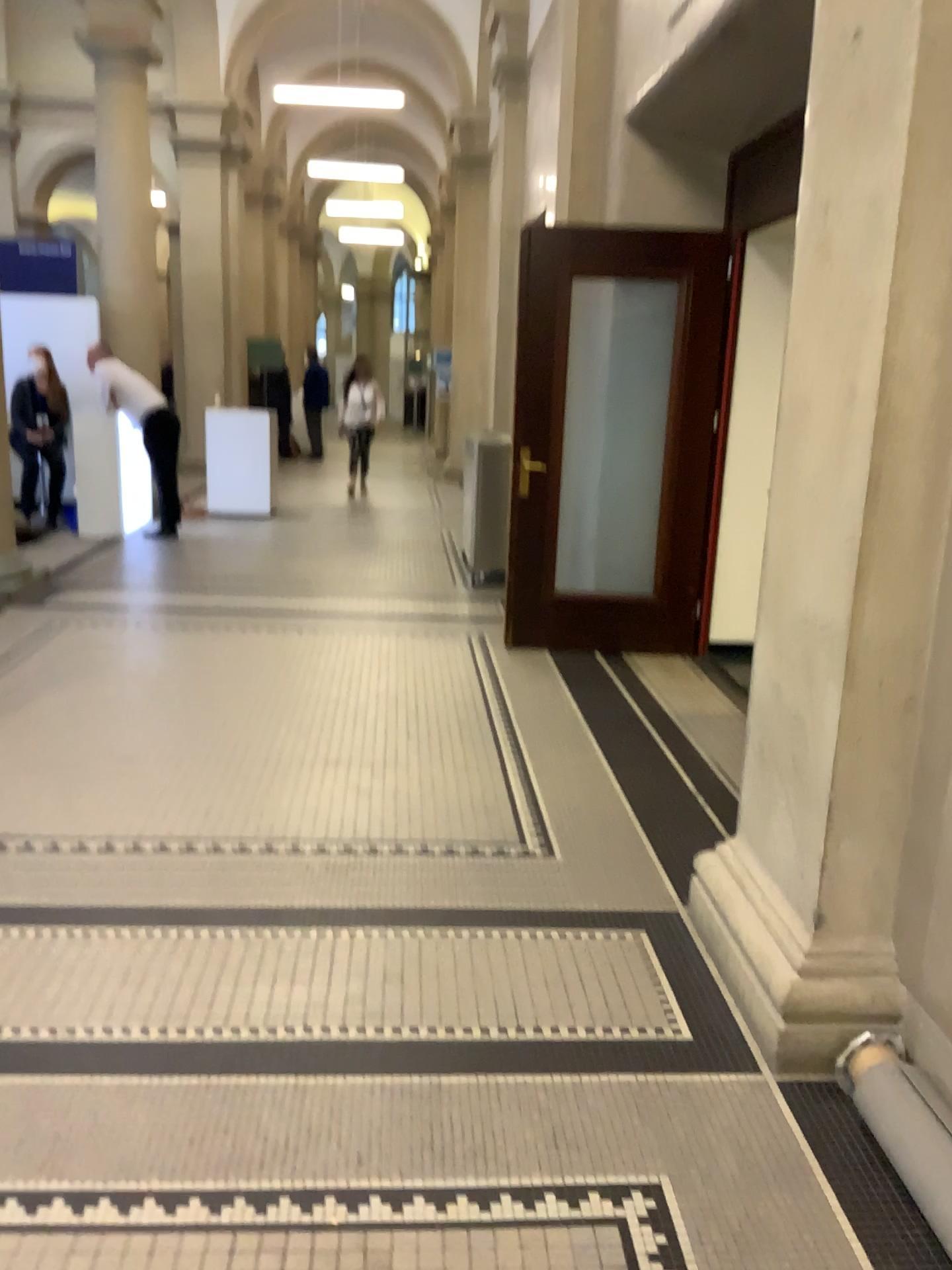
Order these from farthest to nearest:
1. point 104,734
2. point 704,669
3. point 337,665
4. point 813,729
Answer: point 704,669 < point 337,665 < point 104,734 < point 813,729
